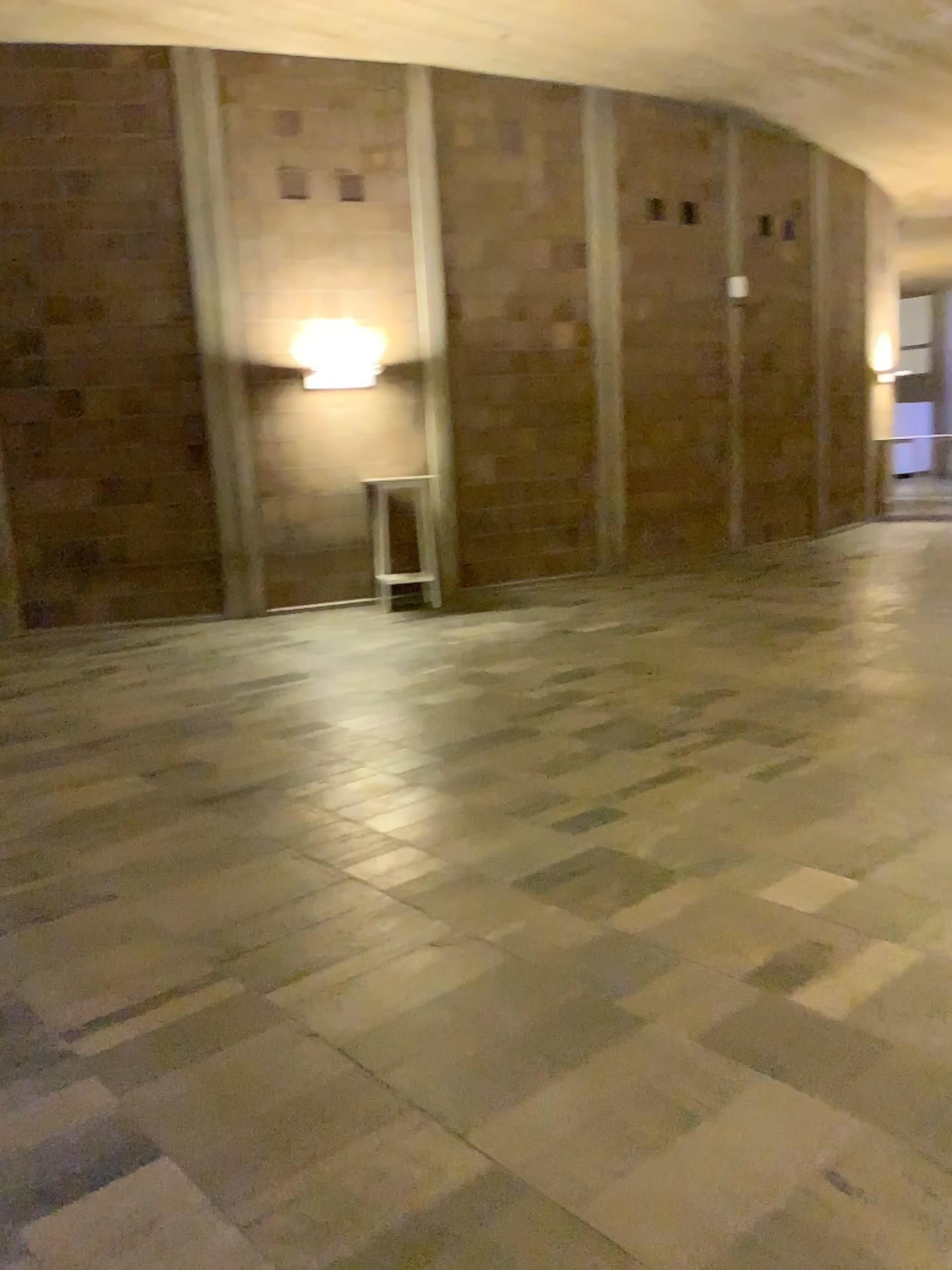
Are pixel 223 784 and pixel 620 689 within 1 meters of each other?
no
